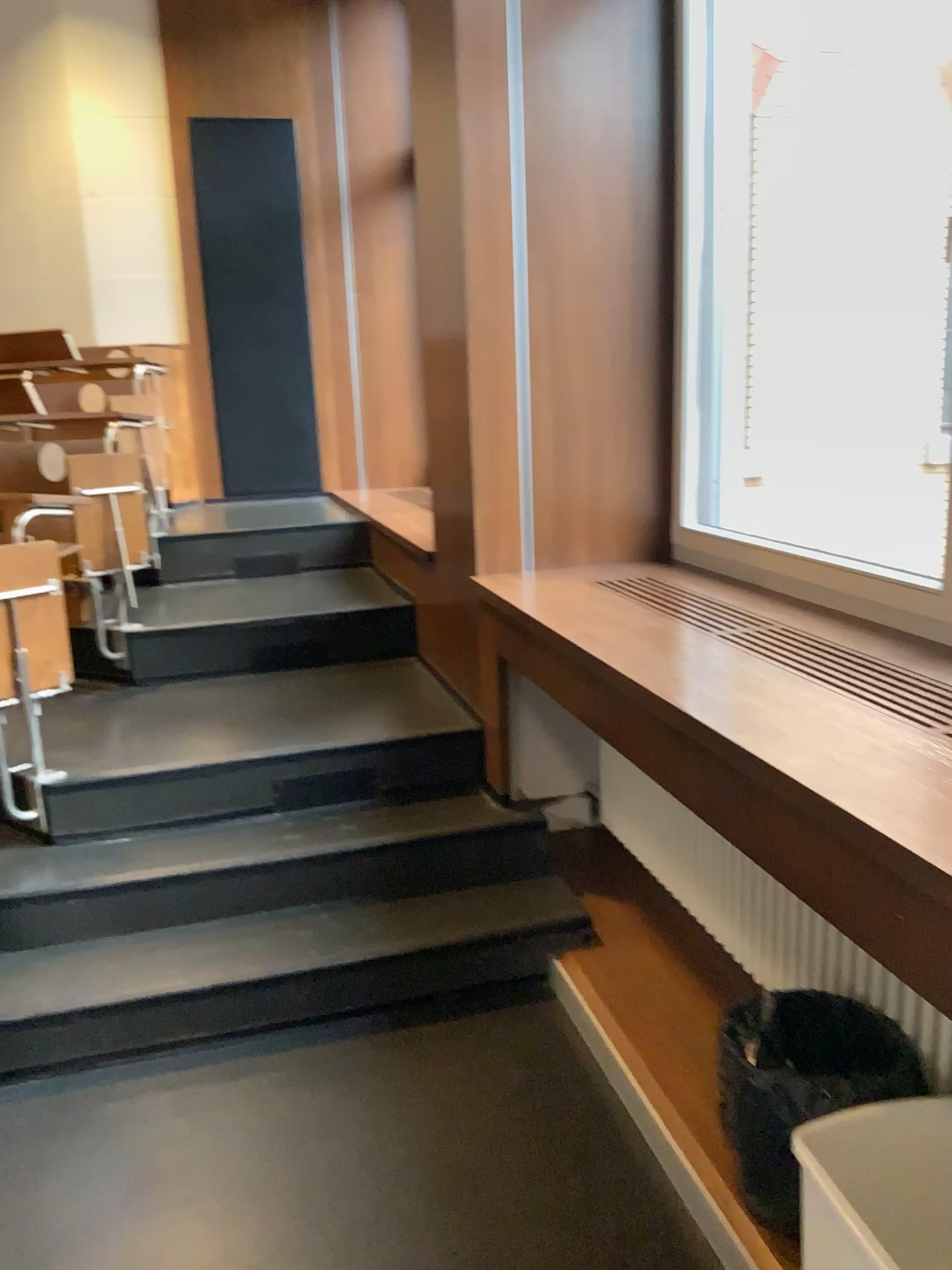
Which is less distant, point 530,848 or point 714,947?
point 714,947

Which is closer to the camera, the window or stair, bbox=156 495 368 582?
the window

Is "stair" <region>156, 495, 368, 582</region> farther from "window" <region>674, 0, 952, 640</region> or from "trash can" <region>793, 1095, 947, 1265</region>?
"trash can" <region>793, 1095, 947, 1265</region>

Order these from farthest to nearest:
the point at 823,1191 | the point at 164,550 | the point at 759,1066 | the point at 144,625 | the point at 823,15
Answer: the point at 164,550, the point at 144,625, the point at 823,15, the point at 759,1066, the point at 823,1191

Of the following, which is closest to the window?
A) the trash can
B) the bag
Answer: the bag

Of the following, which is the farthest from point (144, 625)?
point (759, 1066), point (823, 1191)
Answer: point (823, 1191)

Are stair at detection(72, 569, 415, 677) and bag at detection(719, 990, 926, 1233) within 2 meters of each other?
no

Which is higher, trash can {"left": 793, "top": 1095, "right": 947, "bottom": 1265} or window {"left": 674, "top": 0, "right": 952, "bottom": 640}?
window {"left": 674, "top": 0, "right": 952, "bottom": 640}

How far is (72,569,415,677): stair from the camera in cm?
393

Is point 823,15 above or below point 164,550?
above
